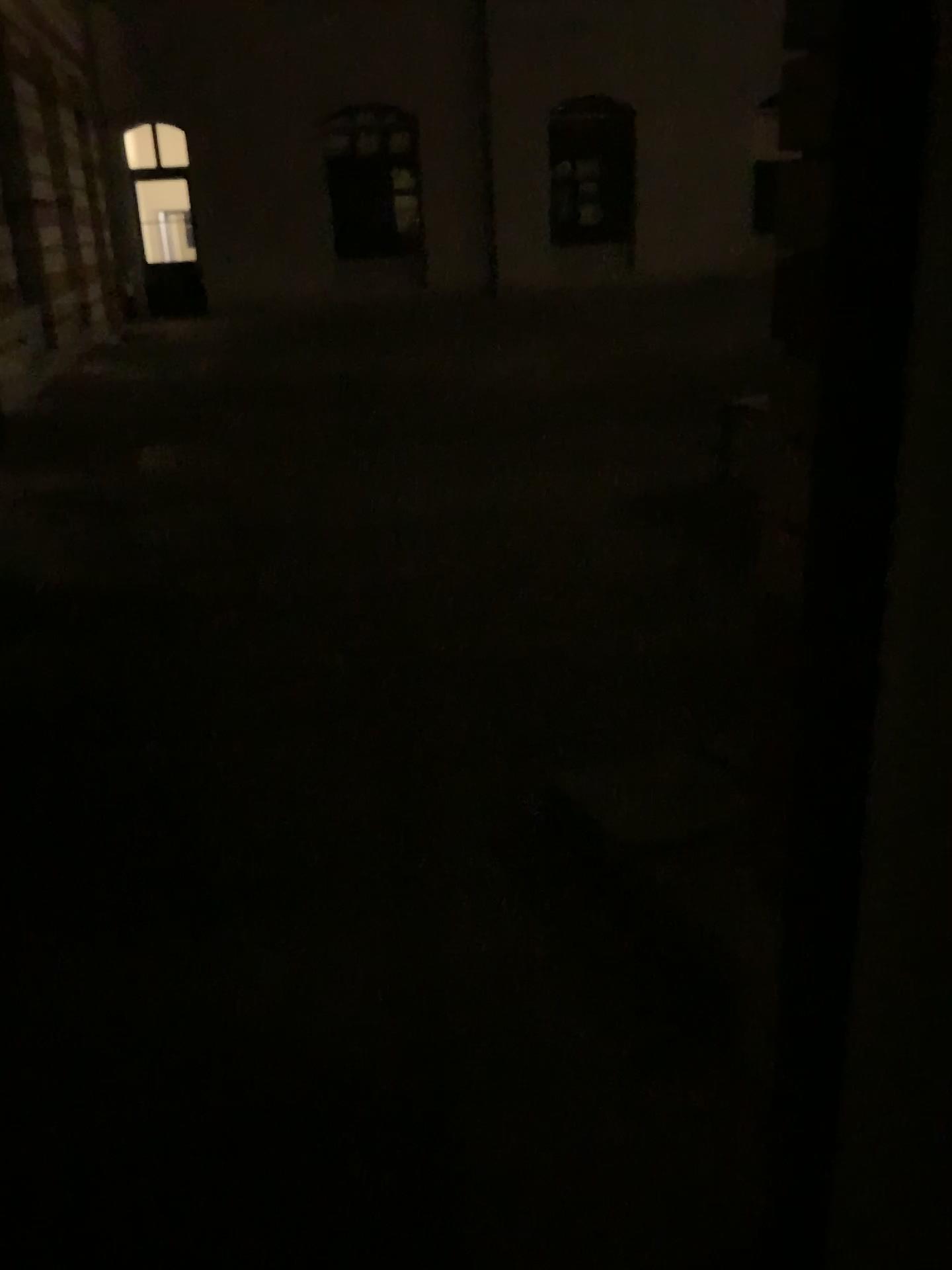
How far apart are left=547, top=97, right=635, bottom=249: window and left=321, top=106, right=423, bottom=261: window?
0.7m

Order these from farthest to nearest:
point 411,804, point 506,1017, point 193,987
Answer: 1. point 193,987
2. point 411,804
3. point 506,1017

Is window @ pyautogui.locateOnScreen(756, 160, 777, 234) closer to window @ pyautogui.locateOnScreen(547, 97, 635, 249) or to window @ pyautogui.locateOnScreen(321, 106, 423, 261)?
window @ pyautogui.locateOnScreen(547, 97, 635, 249)

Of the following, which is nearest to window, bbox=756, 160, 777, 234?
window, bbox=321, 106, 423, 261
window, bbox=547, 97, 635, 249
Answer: window, bbox=547, 97, 635, 249

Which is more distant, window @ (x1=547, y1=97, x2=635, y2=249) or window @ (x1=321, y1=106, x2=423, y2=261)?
window @ (x1=321, y1=106, x2=423, y2=261)

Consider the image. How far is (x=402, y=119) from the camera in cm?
151

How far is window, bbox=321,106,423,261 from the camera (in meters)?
1.51

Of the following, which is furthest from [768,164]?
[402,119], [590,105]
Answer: [402,119]

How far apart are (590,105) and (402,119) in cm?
88
